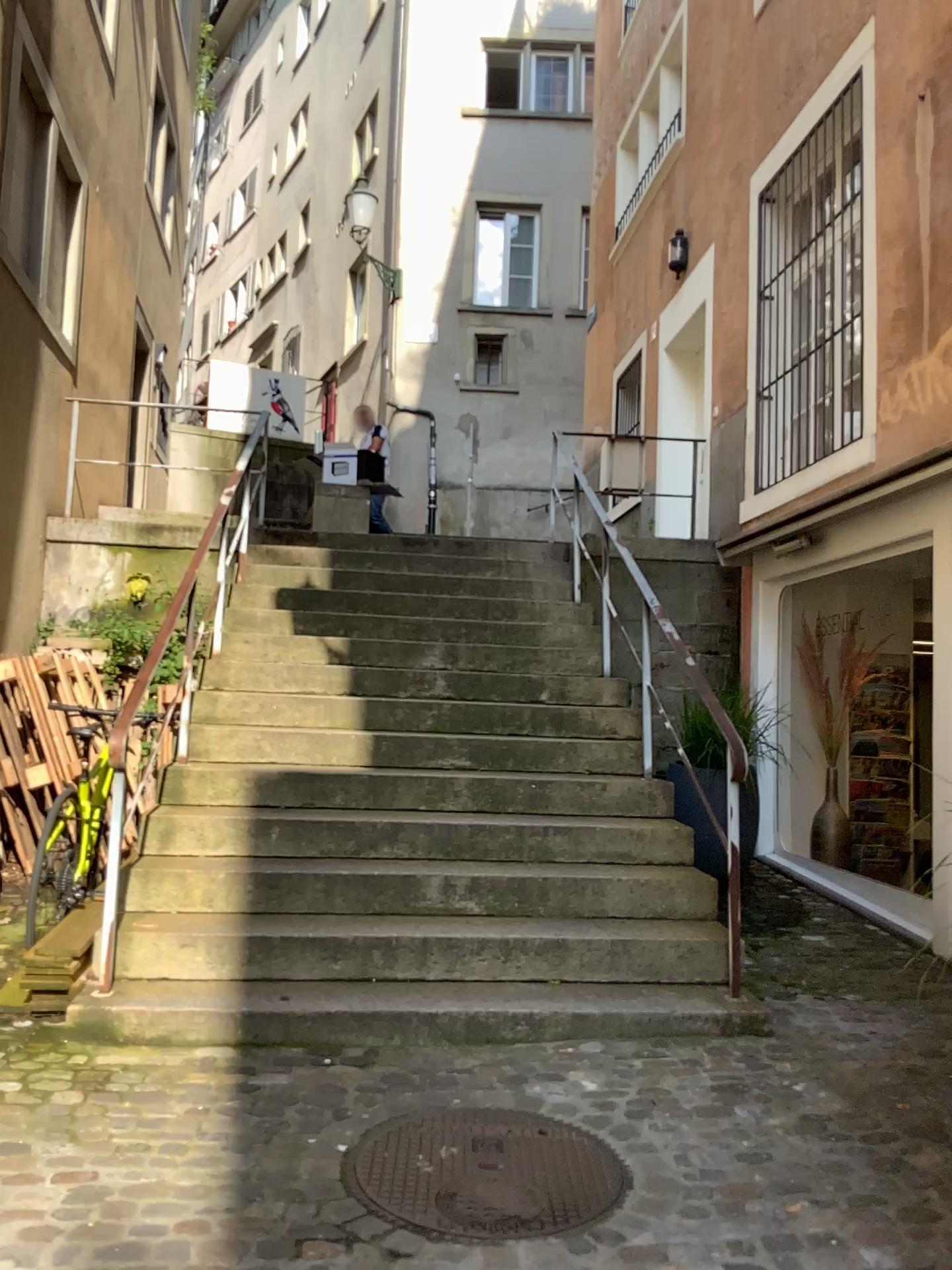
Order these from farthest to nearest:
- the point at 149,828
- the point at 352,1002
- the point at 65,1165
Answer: the point at 149,828, the point at 352,1002, the point at 65,1165
